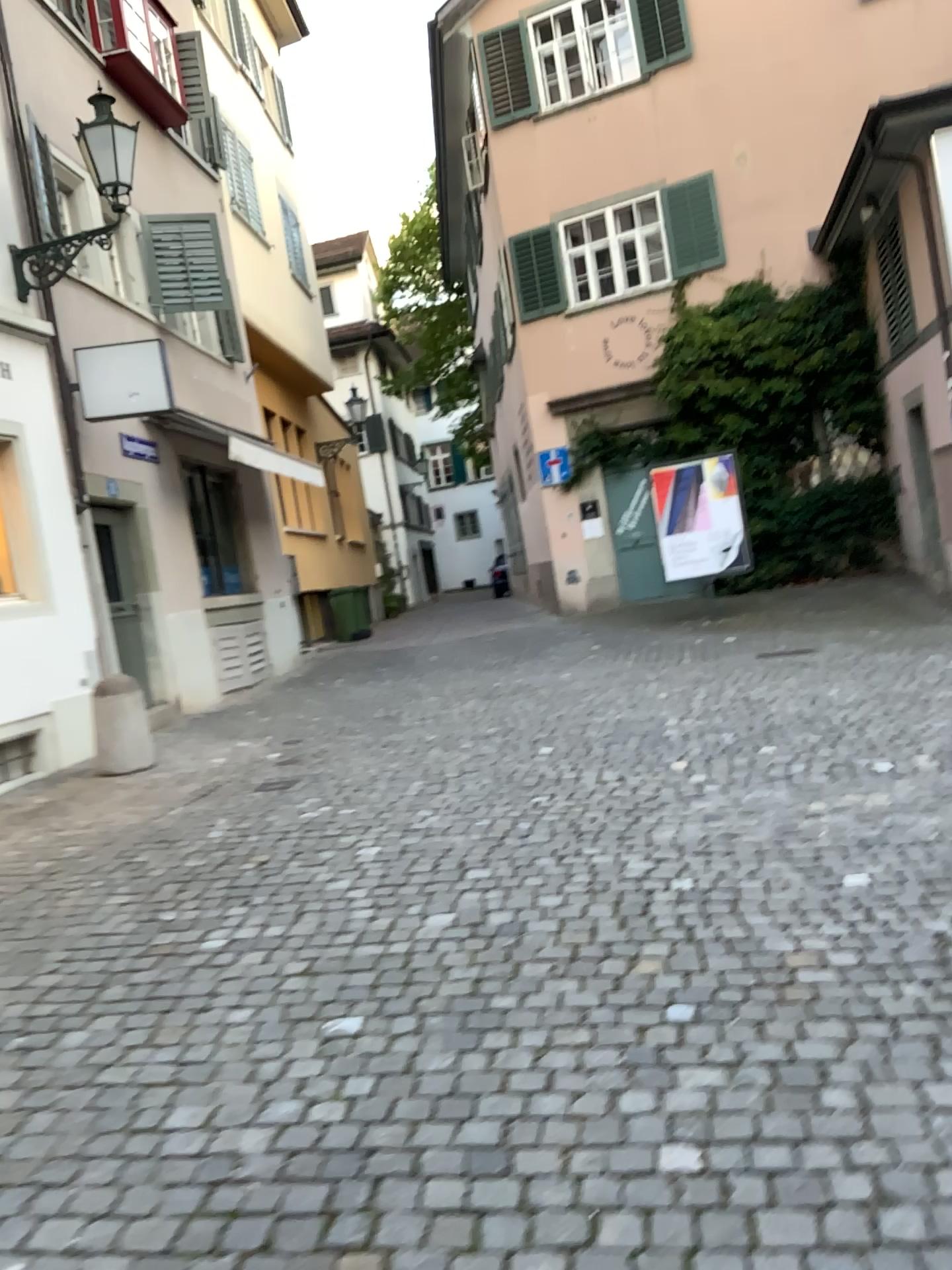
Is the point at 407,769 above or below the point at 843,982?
above
